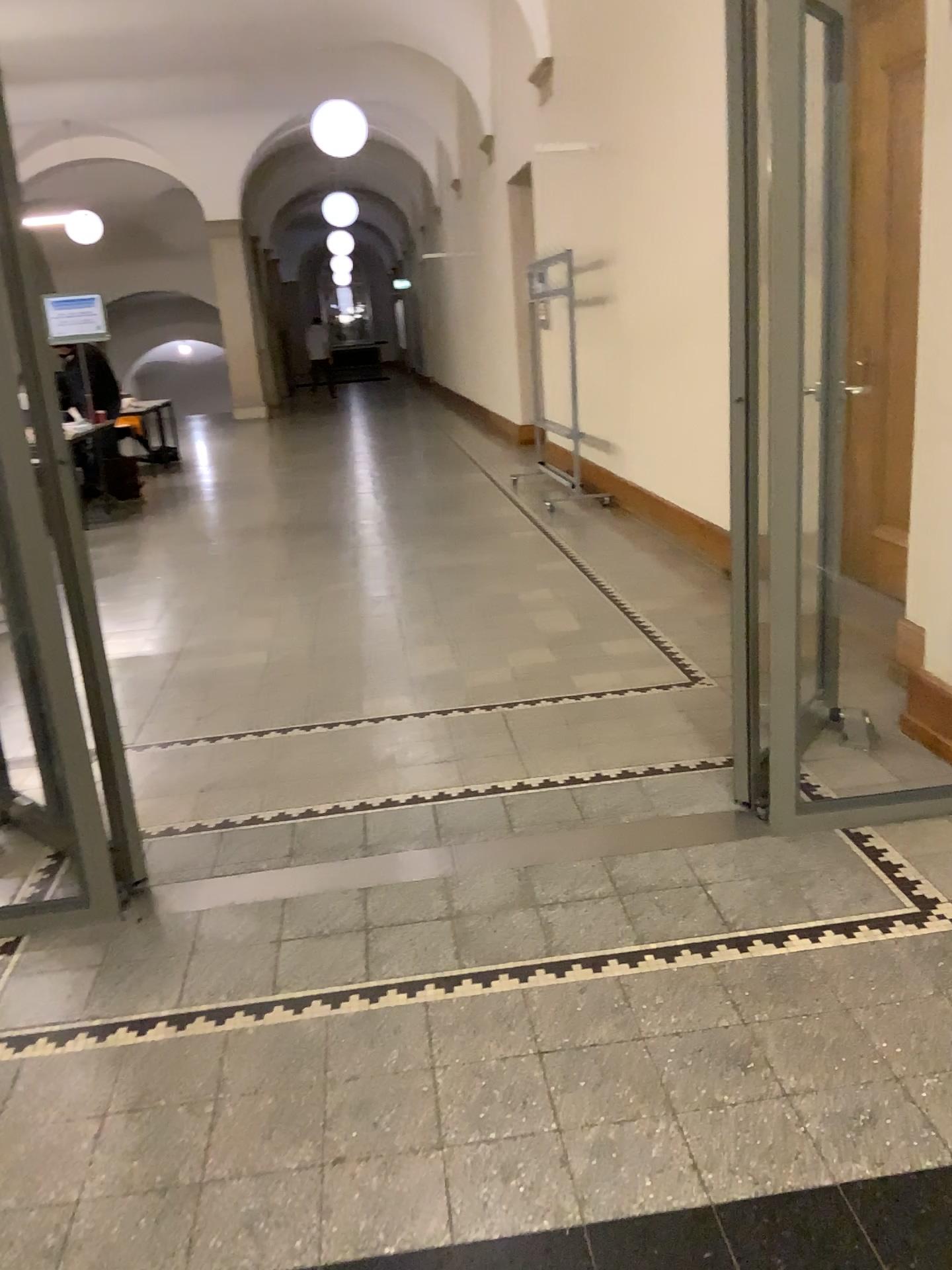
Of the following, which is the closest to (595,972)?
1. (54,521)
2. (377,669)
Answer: (54,521)
